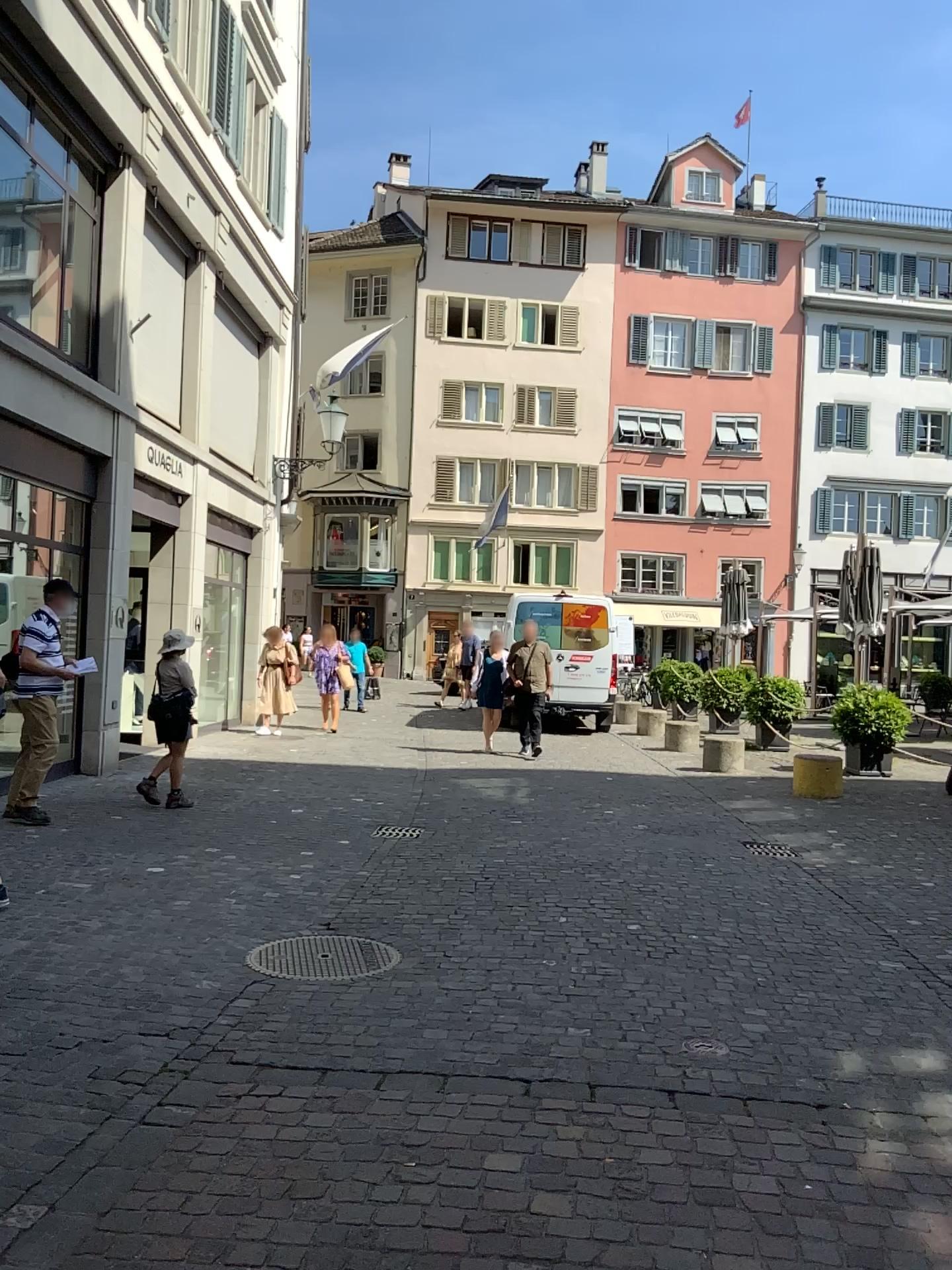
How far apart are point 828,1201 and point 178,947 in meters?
3.0 m
